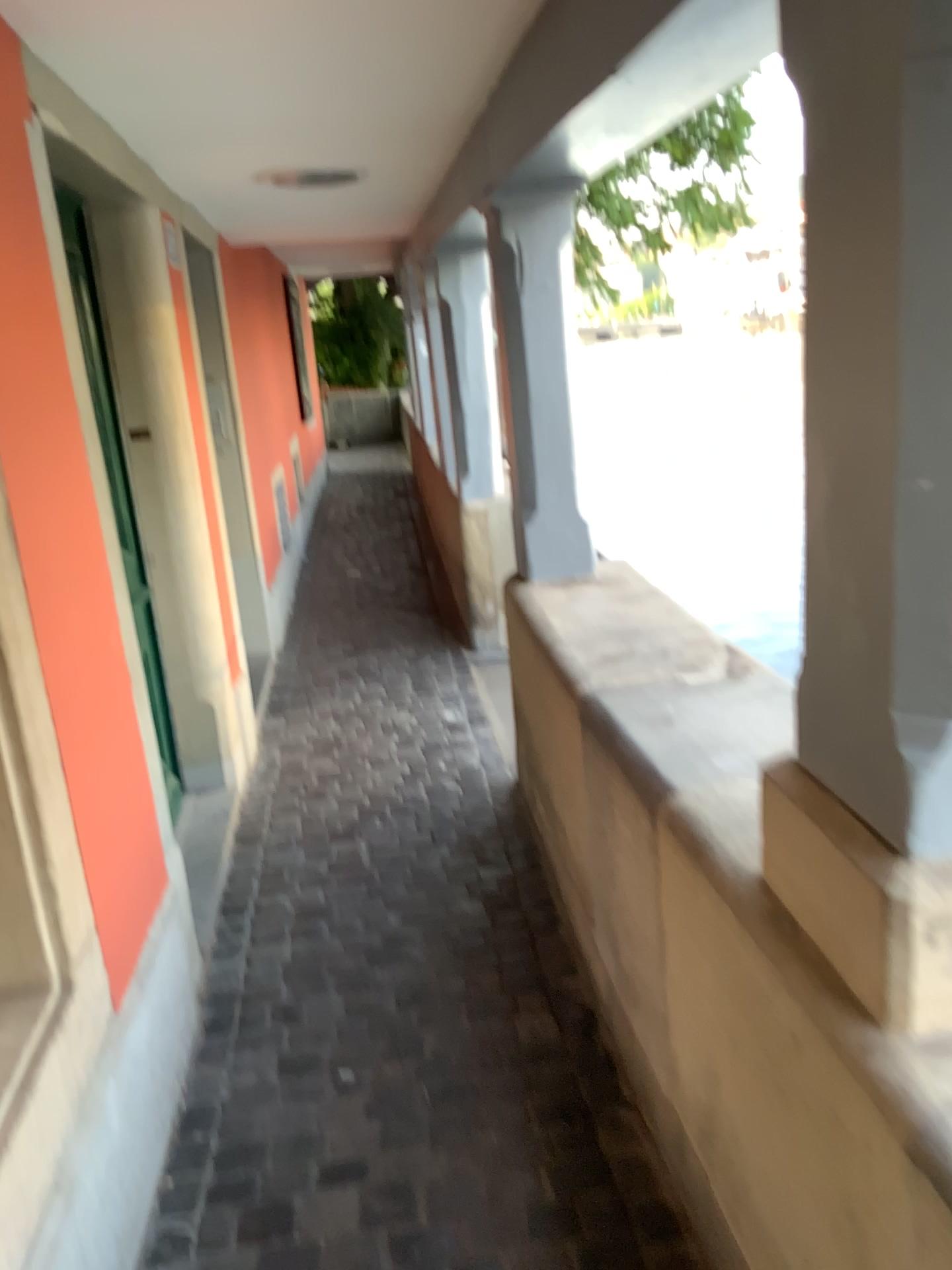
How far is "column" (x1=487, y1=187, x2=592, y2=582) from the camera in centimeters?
298cm

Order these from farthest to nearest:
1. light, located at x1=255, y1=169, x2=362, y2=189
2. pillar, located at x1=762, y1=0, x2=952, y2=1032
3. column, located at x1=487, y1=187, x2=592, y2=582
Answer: light, located at x1=255, y1=169, x2=362, y2=189, column, located at x1=487, y1=187, x2=592, y2=582, pillar, located at x1=762, y1=0, x2=952, y2=1032

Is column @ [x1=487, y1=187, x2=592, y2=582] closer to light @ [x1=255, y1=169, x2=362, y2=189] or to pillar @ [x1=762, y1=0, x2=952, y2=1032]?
light @ [x1=255, y1=169, x2=362, y2=189]

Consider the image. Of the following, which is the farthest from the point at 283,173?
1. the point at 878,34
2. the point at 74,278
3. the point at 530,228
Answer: the point at 878,34

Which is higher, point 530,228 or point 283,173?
point 283,173

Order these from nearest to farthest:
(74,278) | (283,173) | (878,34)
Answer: (878,34)
(74,278)
(283,173)

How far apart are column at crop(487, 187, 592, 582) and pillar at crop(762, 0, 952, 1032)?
1.9m

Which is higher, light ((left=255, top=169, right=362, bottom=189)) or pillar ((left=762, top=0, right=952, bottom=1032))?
light ((left=255, top=169, right=362, bottom=189))

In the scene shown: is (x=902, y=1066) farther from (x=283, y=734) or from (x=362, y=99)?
(x=283, y=734)

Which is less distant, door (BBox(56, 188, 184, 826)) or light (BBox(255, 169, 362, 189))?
door (BBox(56, 188, 184, 826))
